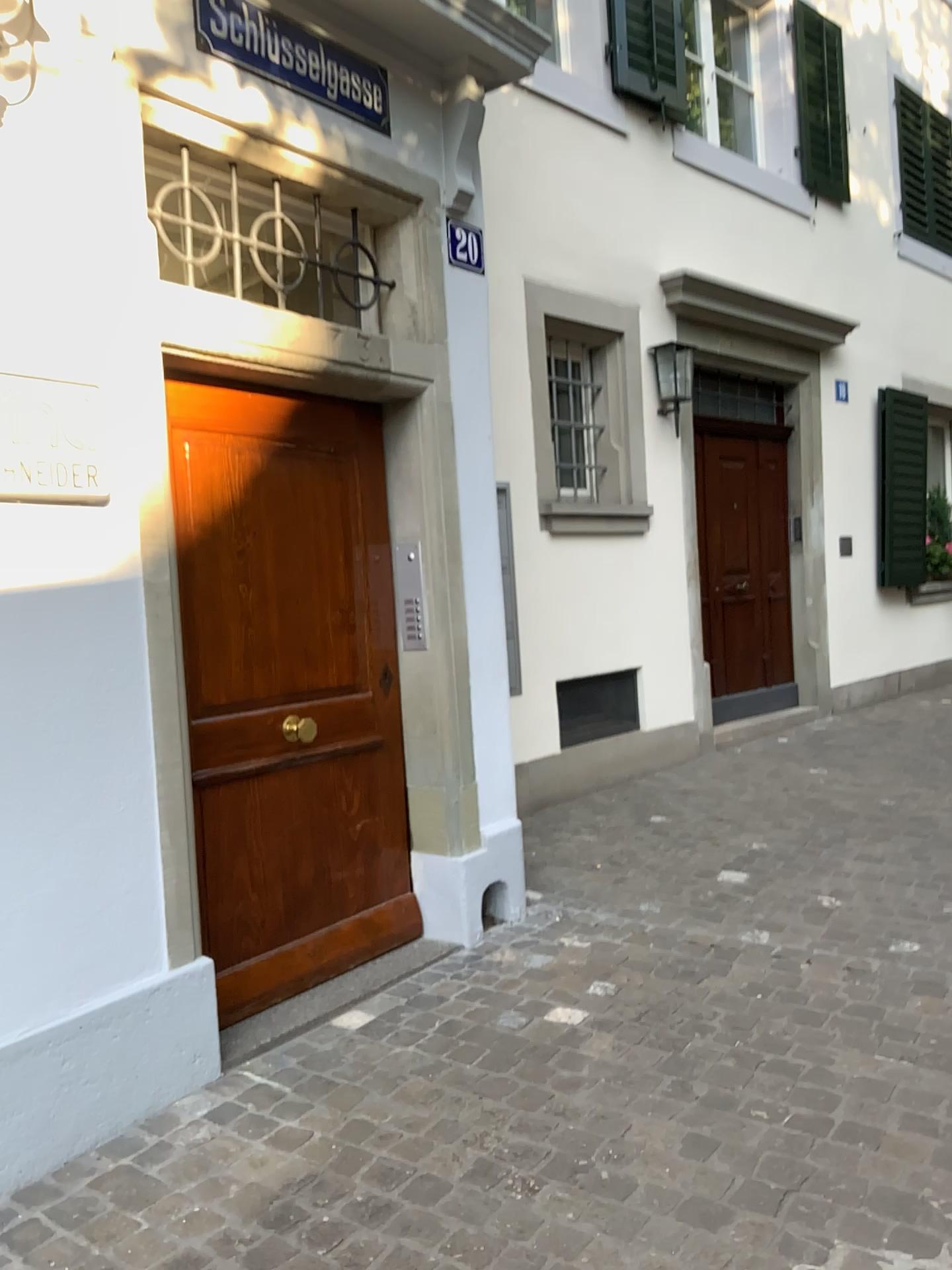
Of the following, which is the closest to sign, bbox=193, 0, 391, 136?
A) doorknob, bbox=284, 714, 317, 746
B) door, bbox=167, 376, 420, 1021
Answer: door, bbox=167, 376, 420, 1021

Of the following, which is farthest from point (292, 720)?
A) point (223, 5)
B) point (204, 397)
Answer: point (223, 5)

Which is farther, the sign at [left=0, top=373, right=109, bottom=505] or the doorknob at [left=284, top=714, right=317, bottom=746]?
the doorknob at [left=284, top=714, right=317, bottom=746]

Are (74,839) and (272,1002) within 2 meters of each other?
yes

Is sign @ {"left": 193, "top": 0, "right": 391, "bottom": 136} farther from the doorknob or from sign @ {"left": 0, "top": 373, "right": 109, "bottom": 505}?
the doorknob

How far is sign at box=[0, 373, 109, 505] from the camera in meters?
2.3 m

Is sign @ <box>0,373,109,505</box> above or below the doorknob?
above

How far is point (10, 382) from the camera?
2.3 meters

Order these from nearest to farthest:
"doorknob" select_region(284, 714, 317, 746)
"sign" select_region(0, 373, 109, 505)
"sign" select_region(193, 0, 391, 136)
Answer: "sign" select_region(0, 373, 109, 505)
"sign" select_region(193, 0, 391, 136)
"doorknob" select_region(284, 714, 317, 746)

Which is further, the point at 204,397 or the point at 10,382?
the point at 204,397
